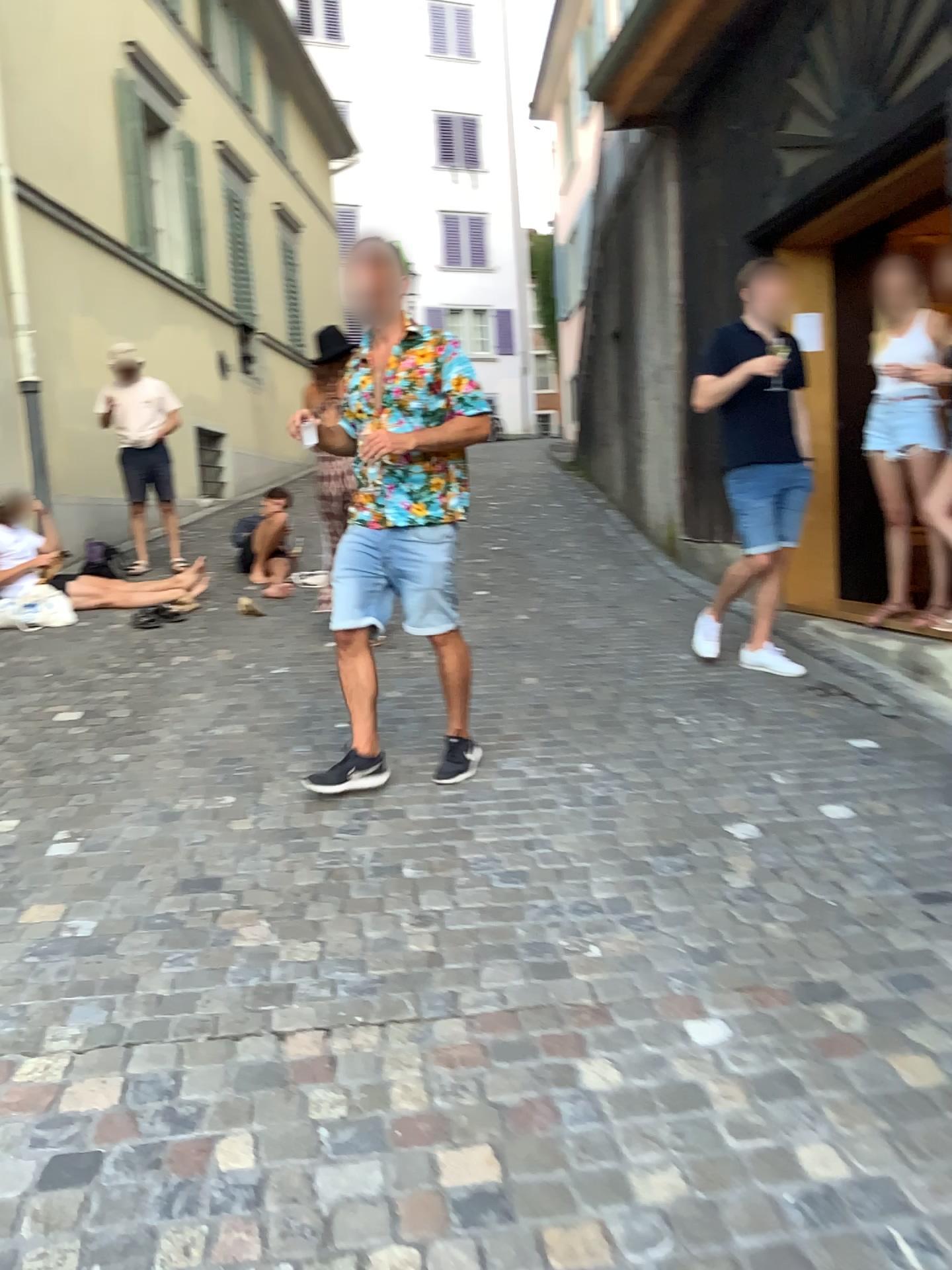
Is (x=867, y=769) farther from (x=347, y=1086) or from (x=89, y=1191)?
(x=89, y=1191)

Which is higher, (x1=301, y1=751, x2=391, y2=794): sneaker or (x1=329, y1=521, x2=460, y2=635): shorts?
(x1=329, y1=521, x2=460, y2=635): shorts

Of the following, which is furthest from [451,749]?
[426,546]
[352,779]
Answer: [426,546]

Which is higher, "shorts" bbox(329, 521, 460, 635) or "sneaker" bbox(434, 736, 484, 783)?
"shorts" bbox(329, 521, 460, 635)

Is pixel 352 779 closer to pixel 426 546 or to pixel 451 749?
pixel 451 749

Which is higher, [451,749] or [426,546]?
[426,546]
